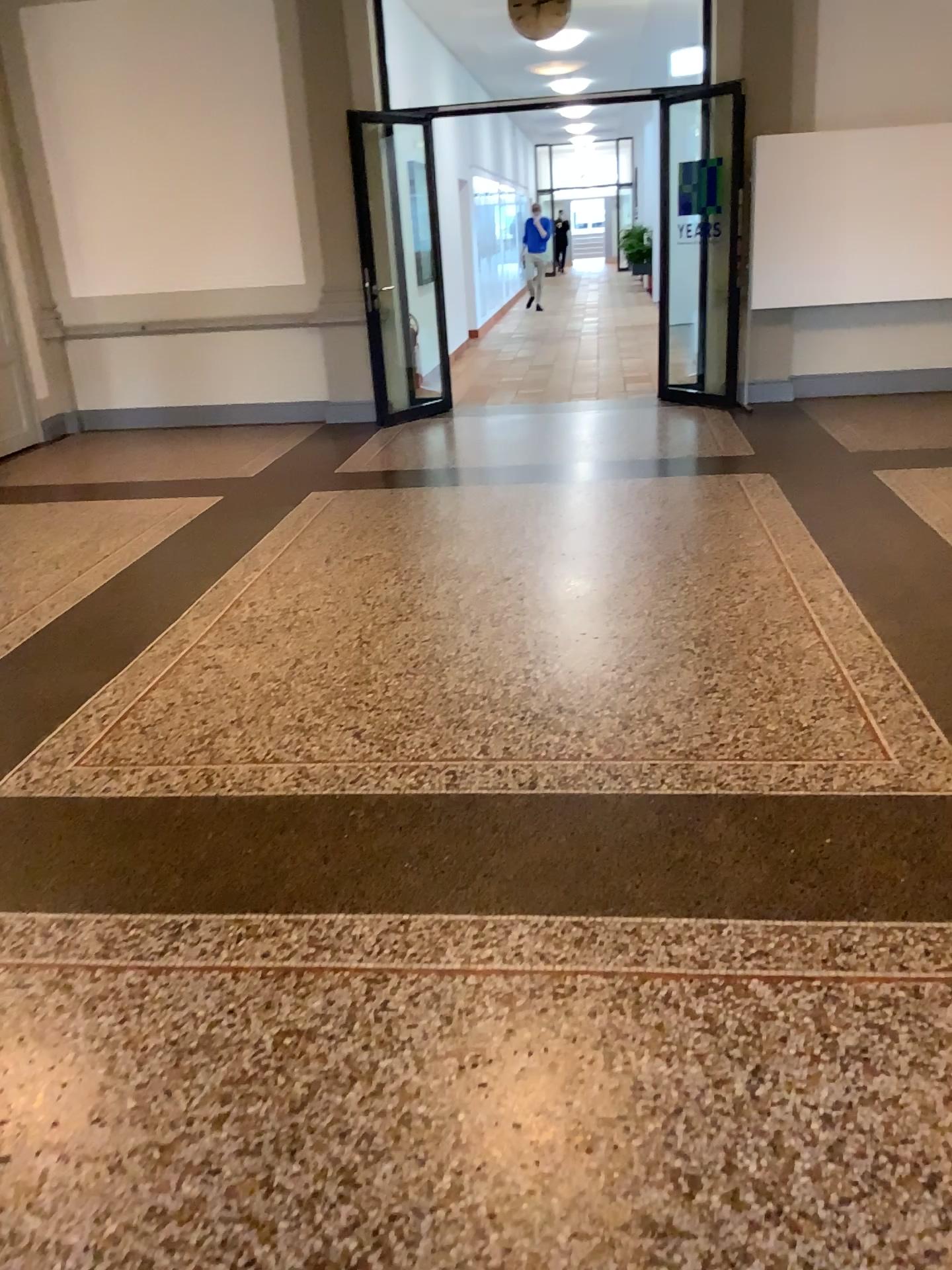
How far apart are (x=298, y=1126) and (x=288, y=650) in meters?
2.3 m
